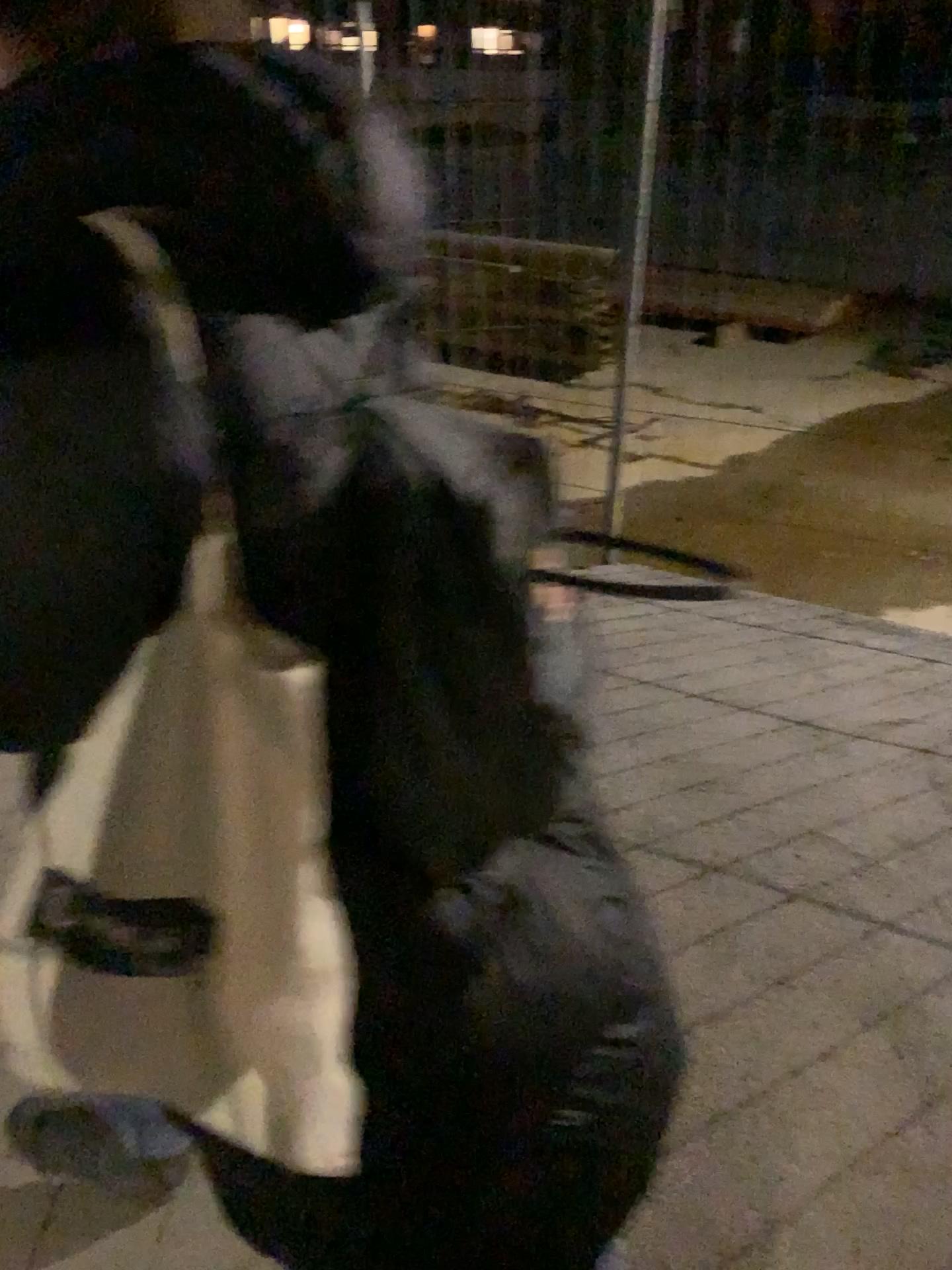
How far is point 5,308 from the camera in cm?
65

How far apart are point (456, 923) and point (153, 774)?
0.3 meters

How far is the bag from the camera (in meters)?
0.72

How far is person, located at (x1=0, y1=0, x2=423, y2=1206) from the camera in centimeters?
65cm

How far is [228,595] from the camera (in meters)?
0.72
